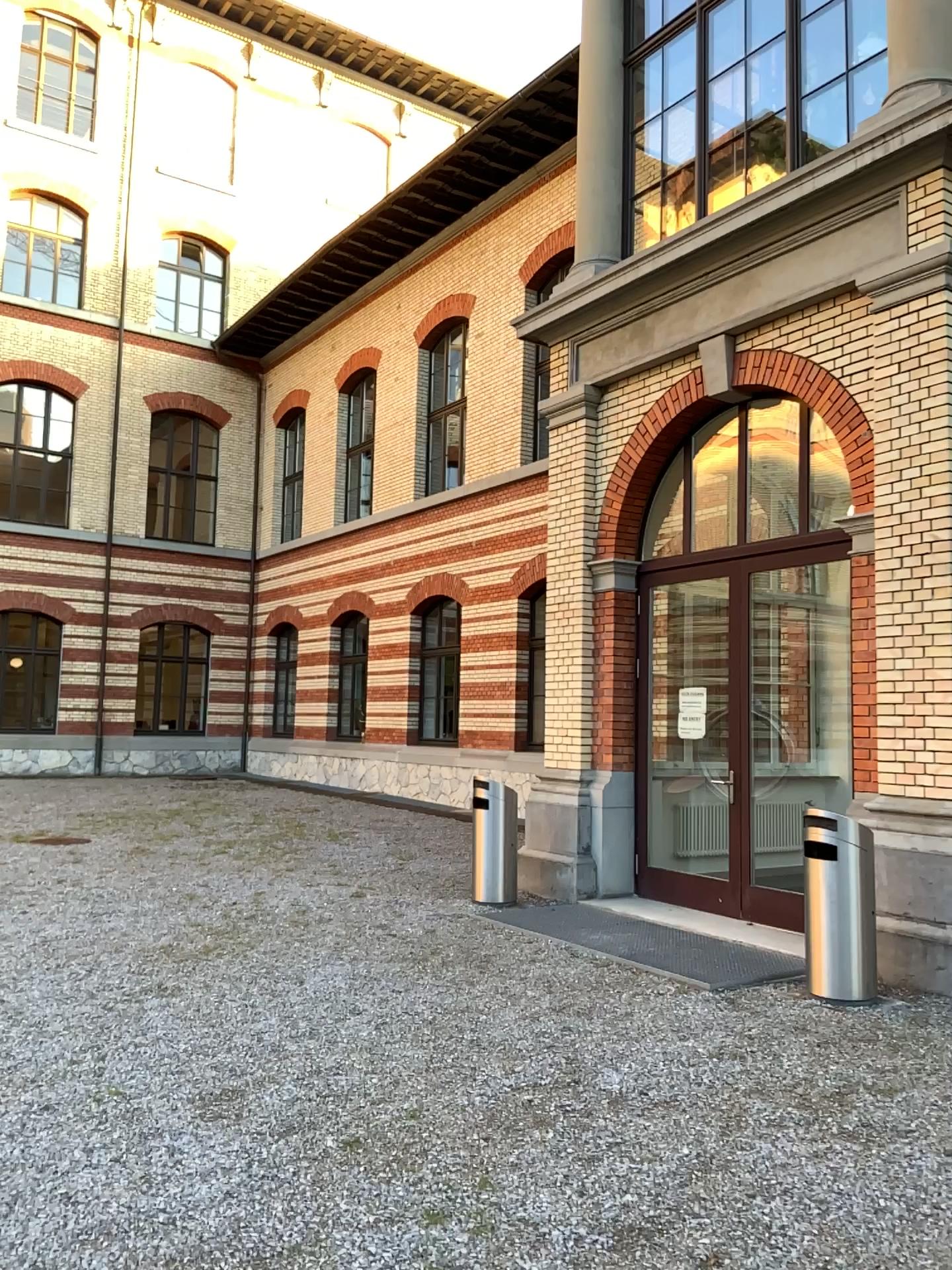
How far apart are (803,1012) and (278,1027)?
2.6m
